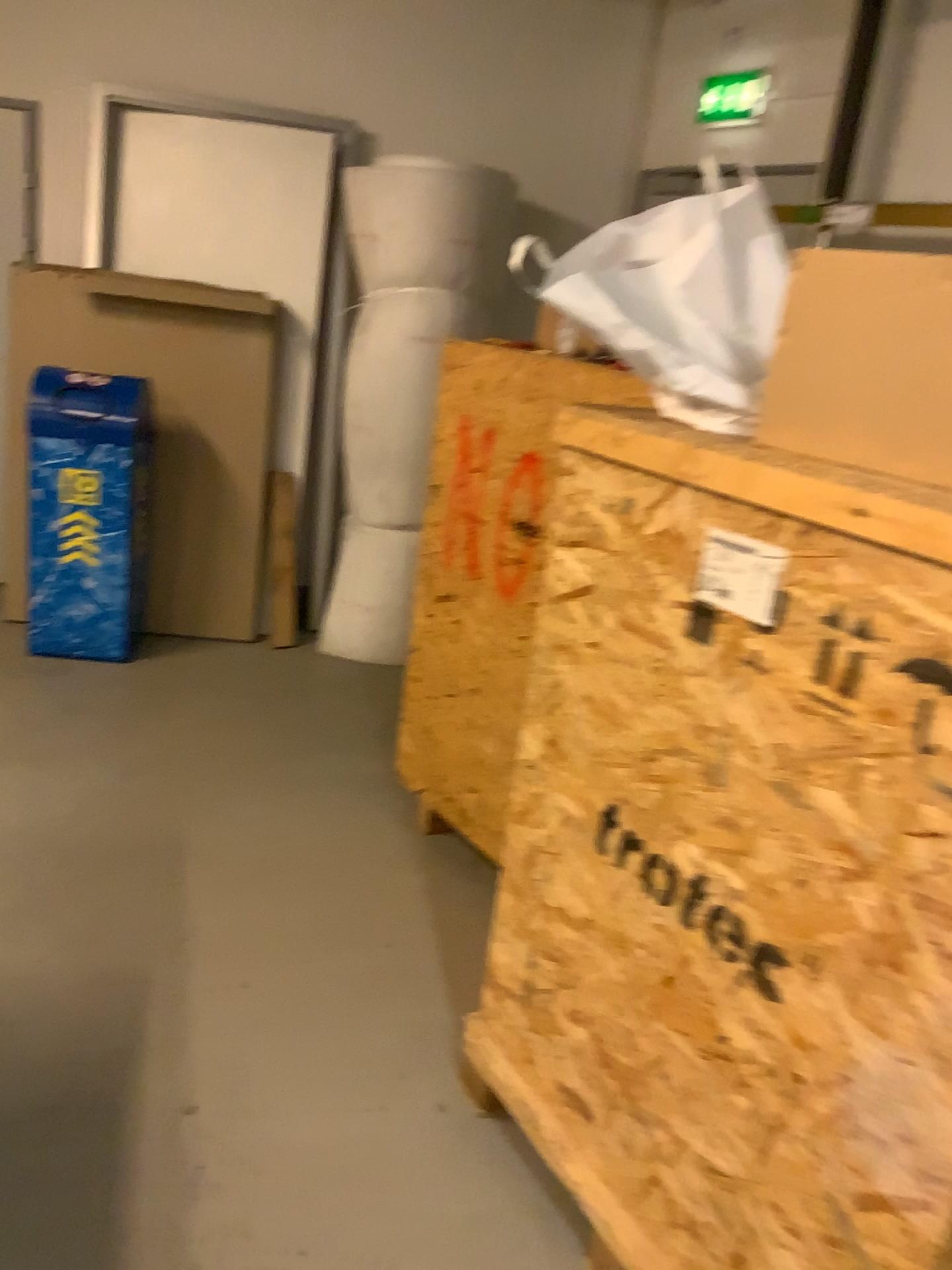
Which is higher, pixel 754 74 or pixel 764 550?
pixel 754 74

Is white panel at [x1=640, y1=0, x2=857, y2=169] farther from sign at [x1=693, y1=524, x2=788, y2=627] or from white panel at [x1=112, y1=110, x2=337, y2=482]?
sign at [x1=693, y1=524, x2=788, y2=627]

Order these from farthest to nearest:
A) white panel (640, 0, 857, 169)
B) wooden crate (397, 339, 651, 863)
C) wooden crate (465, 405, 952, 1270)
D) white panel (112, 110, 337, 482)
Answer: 1. white panel (112, 110, 337, 482)
2. white panel (640, 0, 857, 169)
3. wooden crate (397, 339, 651, 863)
4. wooden crate (465, 405, 952, 1270)

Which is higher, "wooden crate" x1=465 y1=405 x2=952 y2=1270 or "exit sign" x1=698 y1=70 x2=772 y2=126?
"exit sign" x1=698 y1=70 x2=772 y2=126

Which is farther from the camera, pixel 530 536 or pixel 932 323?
pixel 530 536

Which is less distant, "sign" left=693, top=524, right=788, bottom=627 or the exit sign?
"sign" left=693, top=524, right=788, bottom=627

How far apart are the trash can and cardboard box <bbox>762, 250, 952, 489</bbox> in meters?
3.1 m

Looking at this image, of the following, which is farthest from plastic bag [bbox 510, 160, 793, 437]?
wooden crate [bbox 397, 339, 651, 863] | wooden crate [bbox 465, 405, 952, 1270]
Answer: wooden crate [bbox 397, 339, 651, 863]

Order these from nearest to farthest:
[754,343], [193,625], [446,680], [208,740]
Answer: [754,343]
[446,680]
[208,740]
[193,625]

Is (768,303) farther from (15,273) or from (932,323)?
(15,273)
